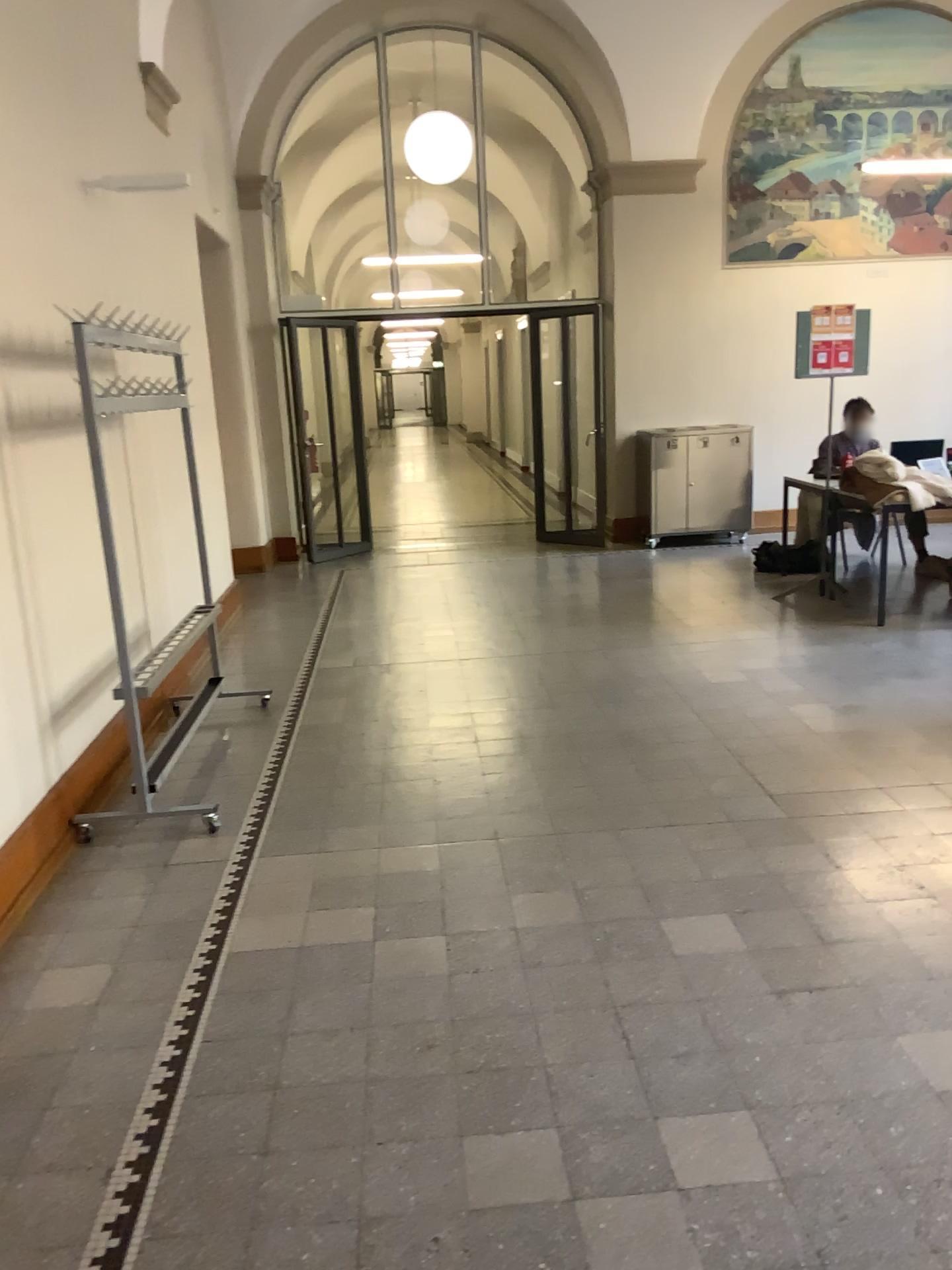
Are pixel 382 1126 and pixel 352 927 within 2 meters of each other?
yes
